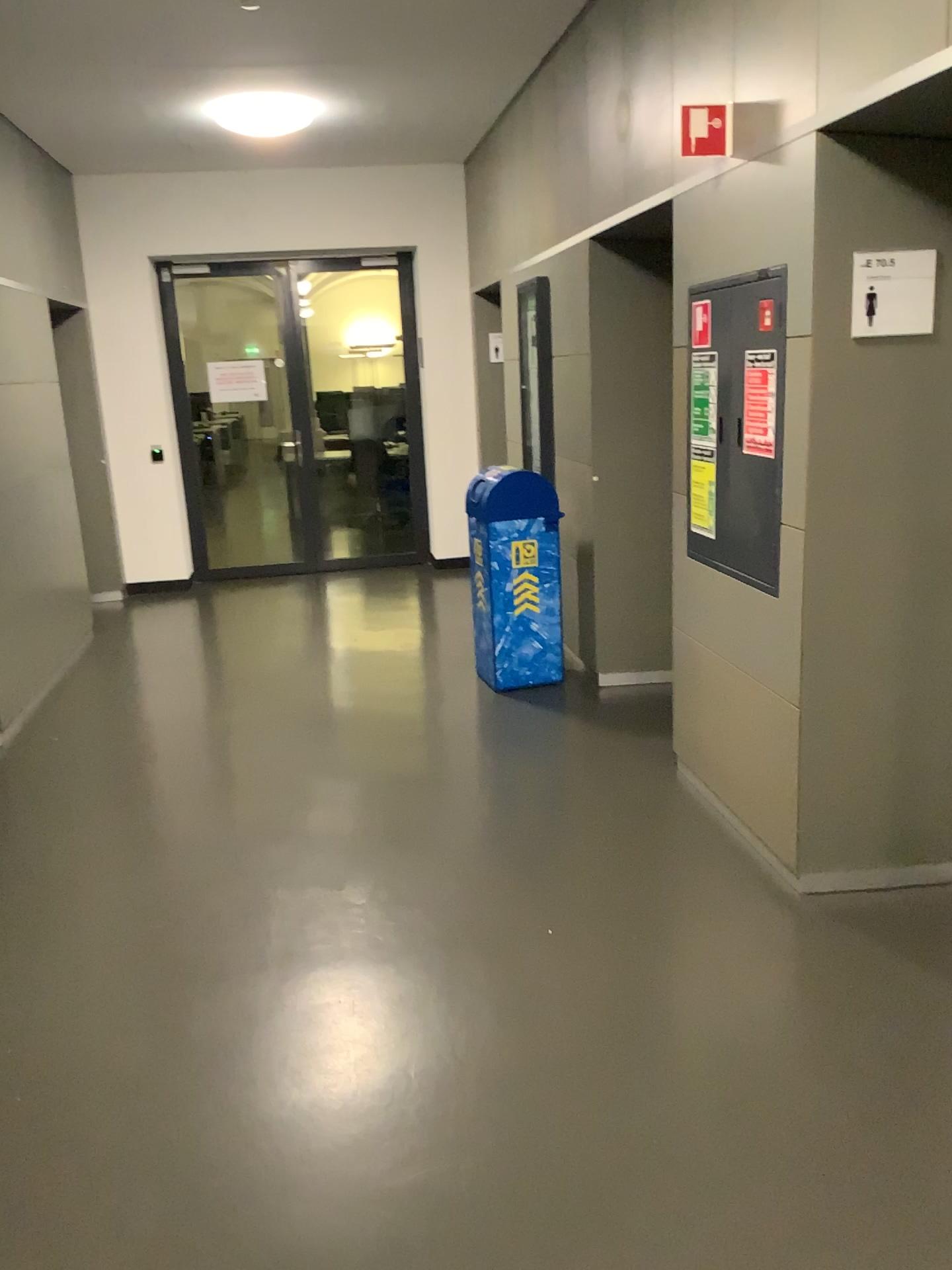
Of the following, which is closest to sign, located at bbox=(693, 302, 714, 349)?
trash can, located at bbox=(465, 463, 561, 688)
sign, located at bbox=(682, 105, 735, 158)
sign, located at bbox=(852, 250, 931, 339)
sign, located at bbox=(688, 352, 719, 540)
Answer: sign, located at bbox=(688, 352, 719, 540)

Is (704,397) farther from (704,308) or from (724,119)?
(724,119)

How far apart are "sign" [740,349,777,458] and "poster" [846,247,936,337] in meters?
0.4 m

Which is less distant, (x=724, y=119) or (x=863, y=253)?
(x=863, y=253)

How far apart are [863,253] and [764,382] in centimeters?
51cm

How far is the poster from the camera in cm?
267

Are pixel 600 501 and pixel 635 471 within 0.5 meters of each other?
yes

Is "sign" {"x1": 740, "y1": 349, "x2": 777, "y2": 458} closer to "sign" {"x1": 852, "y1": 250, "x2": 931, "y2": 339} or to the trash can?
"sign" {"x1": 852, "y1": 250, "x2": 931, "y2": 339}

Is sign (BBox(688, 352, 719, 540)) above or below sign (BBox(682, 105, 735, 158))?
below

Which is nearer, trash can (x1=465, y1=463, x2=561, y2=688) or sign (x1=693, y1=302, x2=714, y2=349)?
sign (x1=693, y1=302, x2=714, y2=349)
